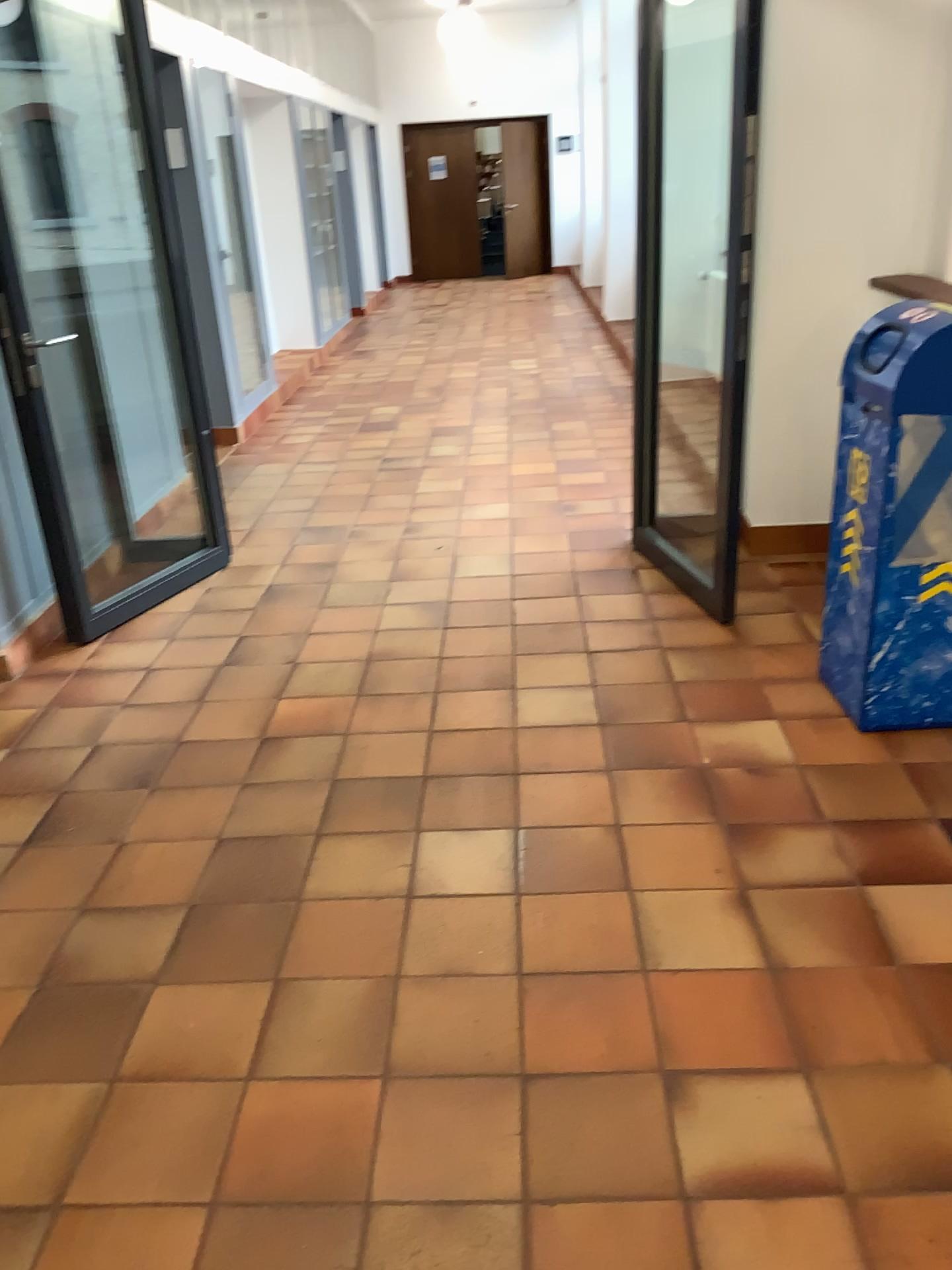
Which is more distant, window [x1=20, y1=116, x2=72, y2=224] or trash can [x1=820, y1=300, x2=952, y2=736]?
window [x1=20, y1=116, x2=72, y2=224]

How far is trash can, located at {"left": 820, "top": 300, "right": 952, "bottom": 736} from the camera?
2.6m

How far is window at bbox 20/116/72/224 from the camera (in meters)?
3.72

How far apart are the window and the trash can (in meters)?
2.84

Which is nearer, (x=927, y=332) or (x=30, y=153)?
(x=927, y=332)

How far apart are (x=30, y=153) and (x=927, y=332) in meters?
3.1 m

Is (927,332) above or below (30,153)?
below

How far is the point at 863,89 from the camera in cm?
359

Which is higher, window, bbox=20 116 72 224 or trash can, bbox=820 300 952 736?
window, bbox=20 116 72 224
